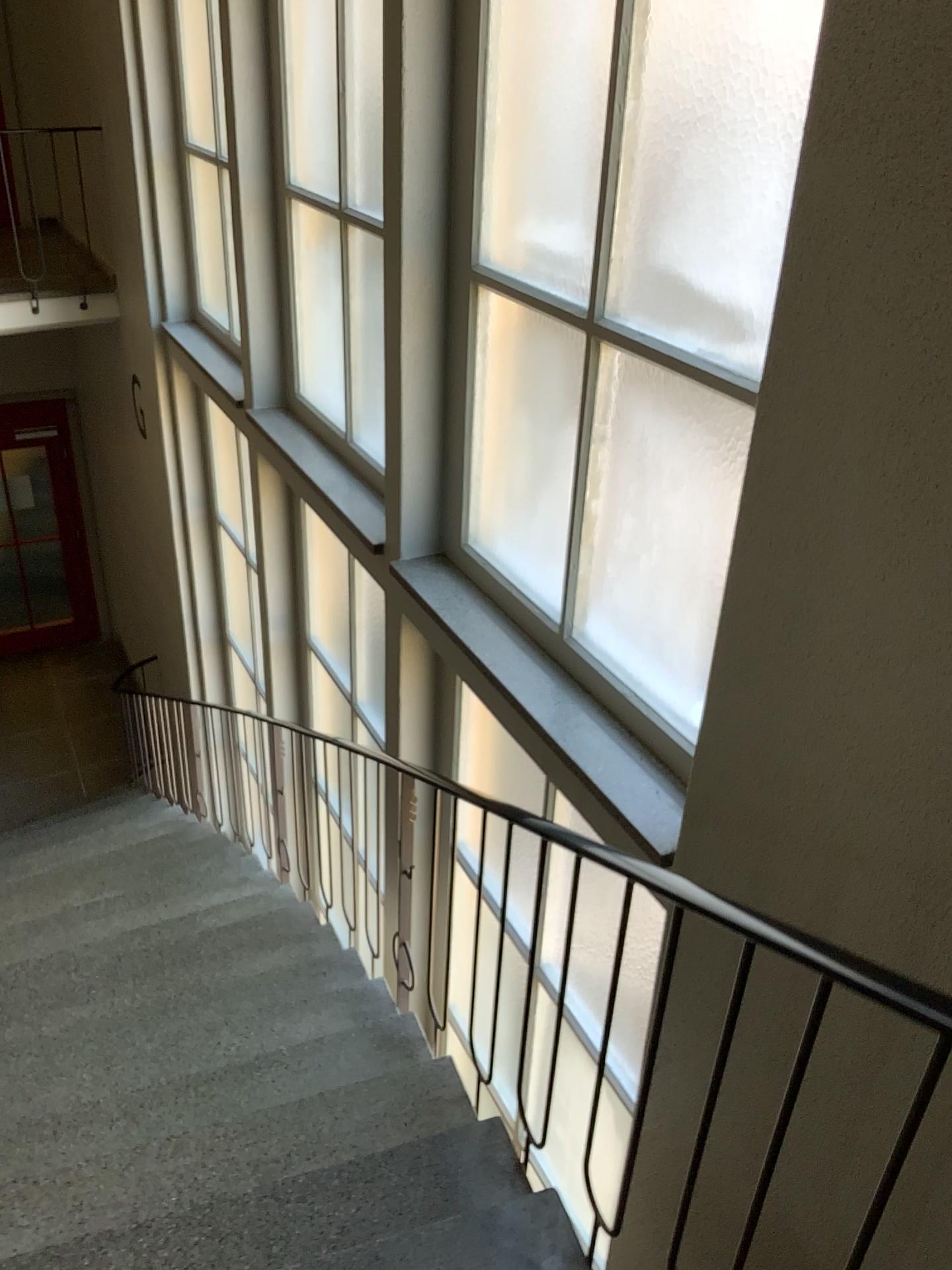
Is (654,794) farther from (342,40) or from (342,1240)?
(342,40)

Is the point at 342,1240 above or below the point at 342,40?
below

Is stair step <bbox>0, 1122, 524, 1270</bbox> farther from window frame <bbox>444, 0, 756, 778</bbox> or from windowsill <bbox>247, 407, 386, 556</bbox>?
windowsill <bbox>247, 407, 386, 556</bbox>

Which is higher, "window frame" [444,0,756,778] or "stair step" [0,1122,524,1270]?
"window frame" [444,0,756,778]

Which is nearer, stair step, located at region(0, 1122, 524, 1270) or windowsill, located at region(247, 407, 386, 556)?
stair step, located at region(0, 1122, 524, 1270)

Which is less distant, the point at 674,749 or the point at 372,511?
the point at 674,749

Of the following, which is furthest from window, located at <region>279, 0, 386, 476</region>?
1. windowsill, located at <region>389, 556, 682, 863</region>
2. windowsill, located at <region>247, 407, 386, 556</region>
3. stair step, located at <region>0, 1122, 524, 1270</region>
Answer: stair step, located at <region>0, 1122, 524, 1270</region>

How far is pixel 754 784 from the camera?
1.9 meters

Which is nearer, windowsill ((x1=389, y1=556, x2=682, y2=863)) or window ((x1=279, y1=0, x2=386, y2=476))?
windowsill ((x1=389, y1=556, x2=682, y2=863))

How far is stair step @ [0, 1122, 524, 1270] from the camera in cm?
212
